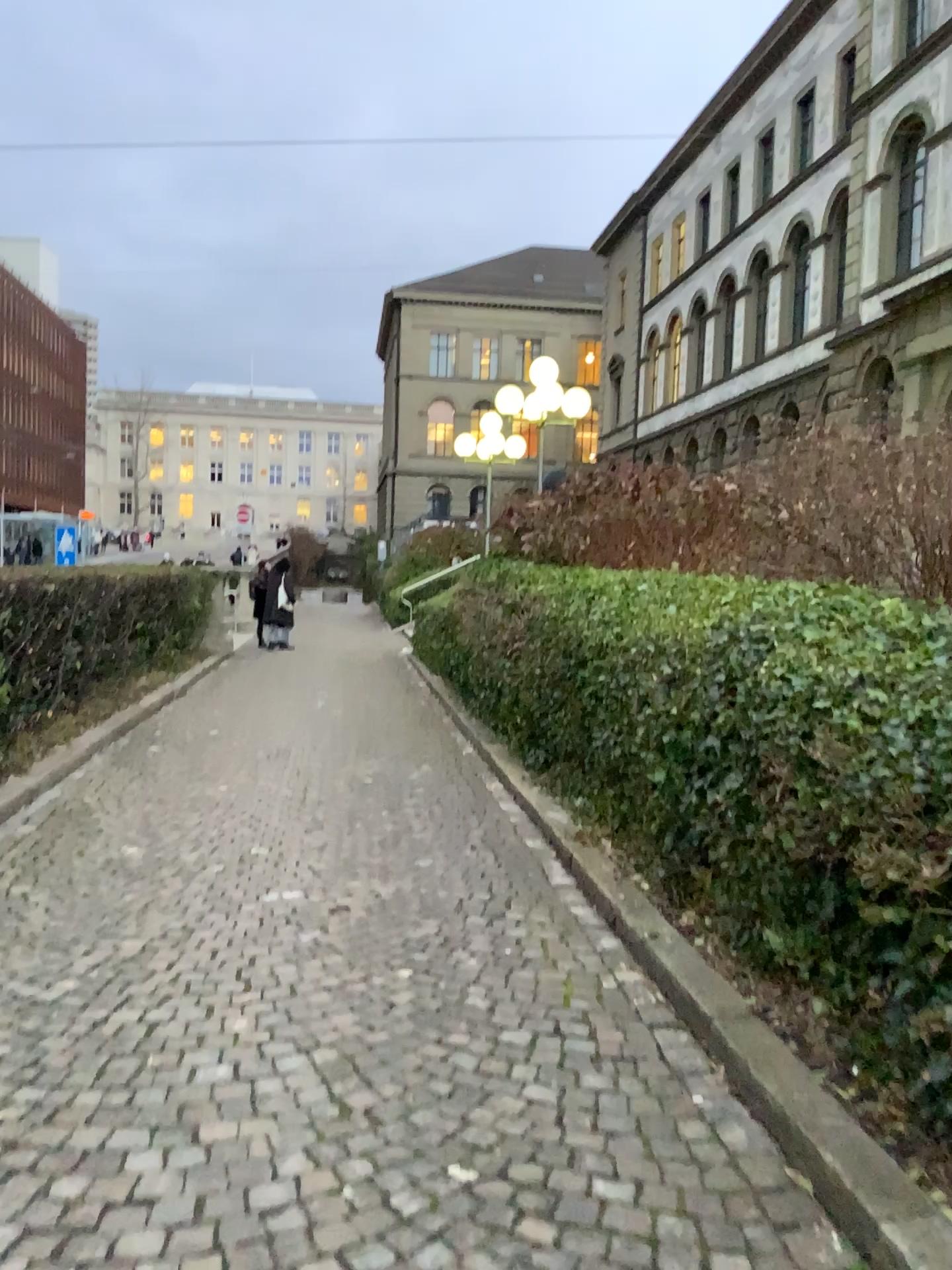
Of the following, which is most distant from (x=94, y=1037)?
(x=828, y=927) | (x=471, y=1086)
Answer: (x=828, y=927)
